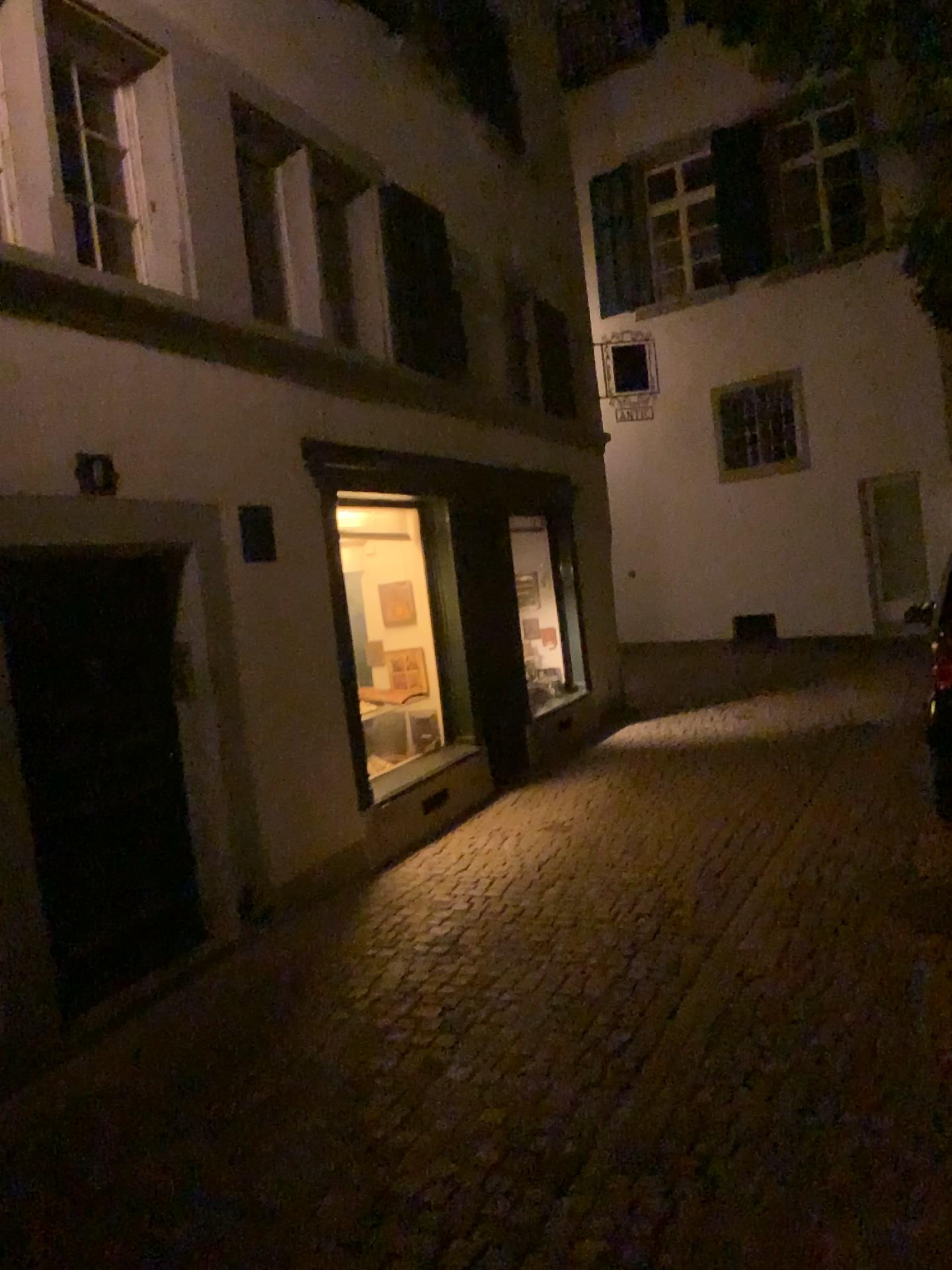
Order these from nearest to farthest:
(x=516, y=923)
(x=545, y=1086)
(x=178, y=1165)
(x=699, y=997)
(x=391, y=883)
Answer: (x=178, y=1165) < (x=545, y=1086) < (x=699, y=997) < (x=516, y=923) < (x=391, y=883)
